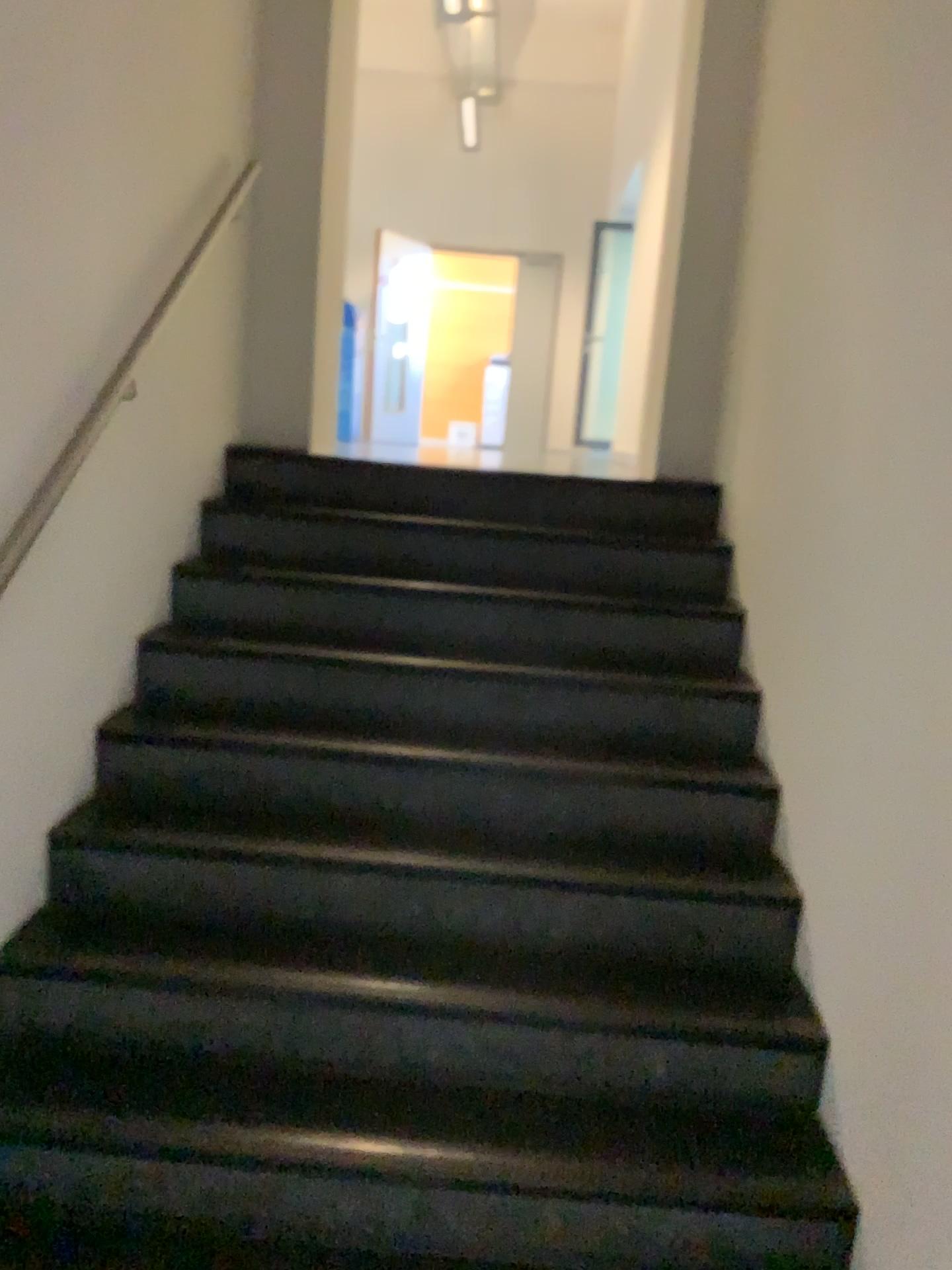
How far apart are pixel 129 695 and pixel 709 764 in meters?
1.5

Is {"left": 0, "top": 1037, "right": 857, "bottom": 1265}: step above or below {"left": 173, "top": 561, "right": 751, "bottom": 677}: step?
below

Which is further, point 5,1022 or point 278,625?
point 278,625

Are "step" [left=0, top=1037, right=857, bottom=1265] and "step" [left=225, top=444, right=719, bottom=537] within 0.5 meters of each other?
no

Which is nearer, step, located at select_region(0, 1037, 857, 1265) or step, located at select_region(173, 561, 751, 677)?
step, located at select_region(0, 1037, 857, 1265)

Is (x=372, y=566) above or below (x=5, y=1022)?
above

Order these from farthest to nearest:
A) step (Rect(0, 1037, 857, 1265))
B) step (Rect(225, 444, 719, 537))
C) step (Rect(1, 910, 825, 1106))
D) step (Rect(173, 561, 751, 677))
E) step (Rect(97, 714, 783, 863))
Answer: step (Rect(225, 444, 719, 537)) → step (Rect(173, 561, 751, 677)) → step (Rect(97, 714, 783, 863)) → step (Rect(1, 910, 825, 1106)) → step (Rect(0, 1037, 857, 1265))

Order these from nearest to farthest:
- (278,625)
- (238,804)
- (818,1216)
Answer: (818,1216) < (238,804) < (278,625)

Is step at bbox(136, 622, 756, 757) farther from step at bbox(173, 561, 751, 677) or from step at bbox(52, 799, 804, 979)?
step at bbox(52, 799, 804, 979)

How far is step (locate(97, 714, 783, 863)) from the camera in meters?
2.6
